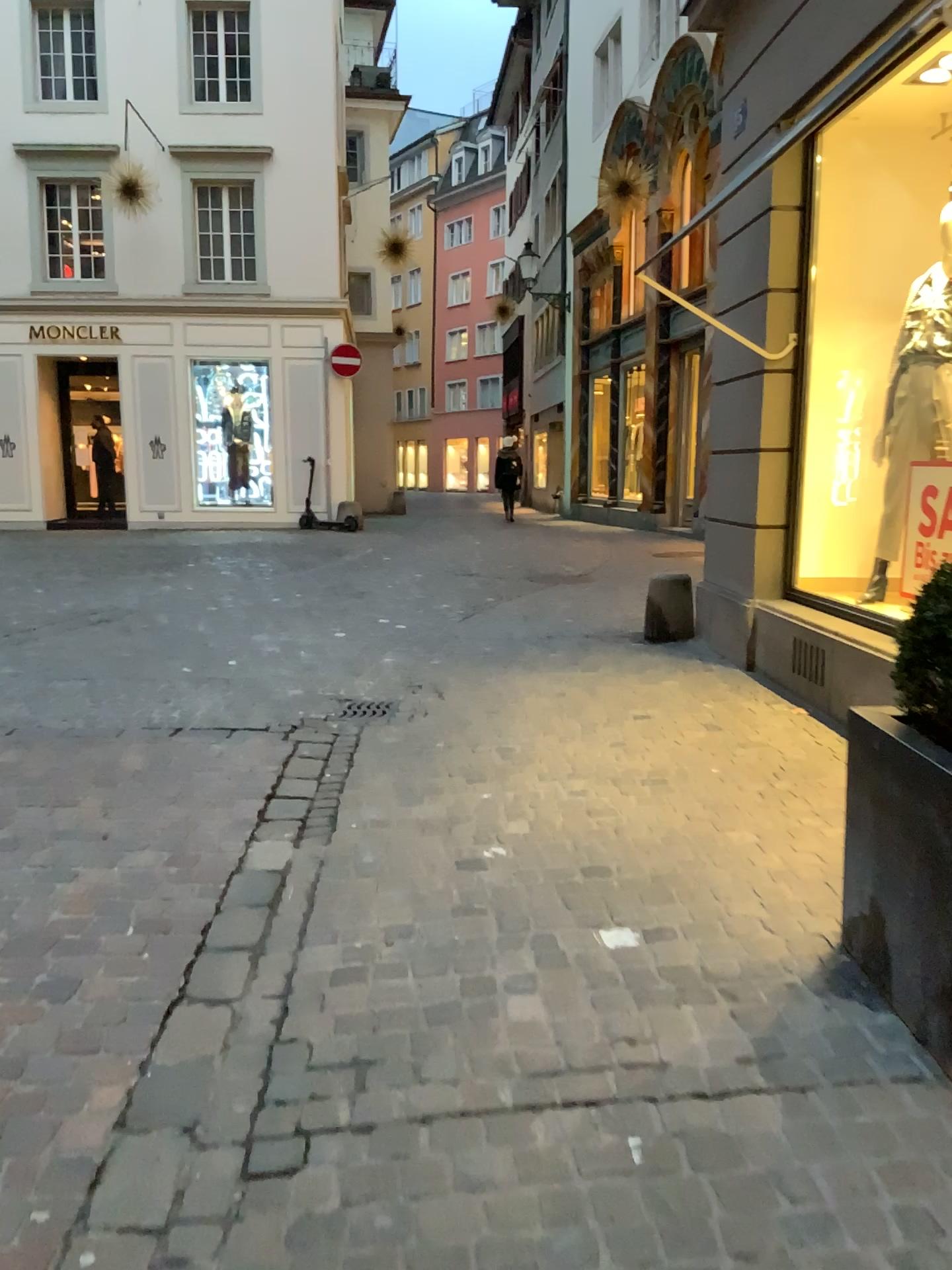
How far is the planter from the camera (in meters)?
2.12

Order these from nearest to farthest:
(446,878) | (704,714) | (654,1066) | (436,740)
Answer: (654,1066) < (446,878) < (436,740) < (704,714)

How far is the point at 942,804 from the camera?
2.12m

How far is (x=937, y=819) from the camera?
2.1m

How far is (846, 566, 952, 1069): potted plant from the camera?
2.1m
